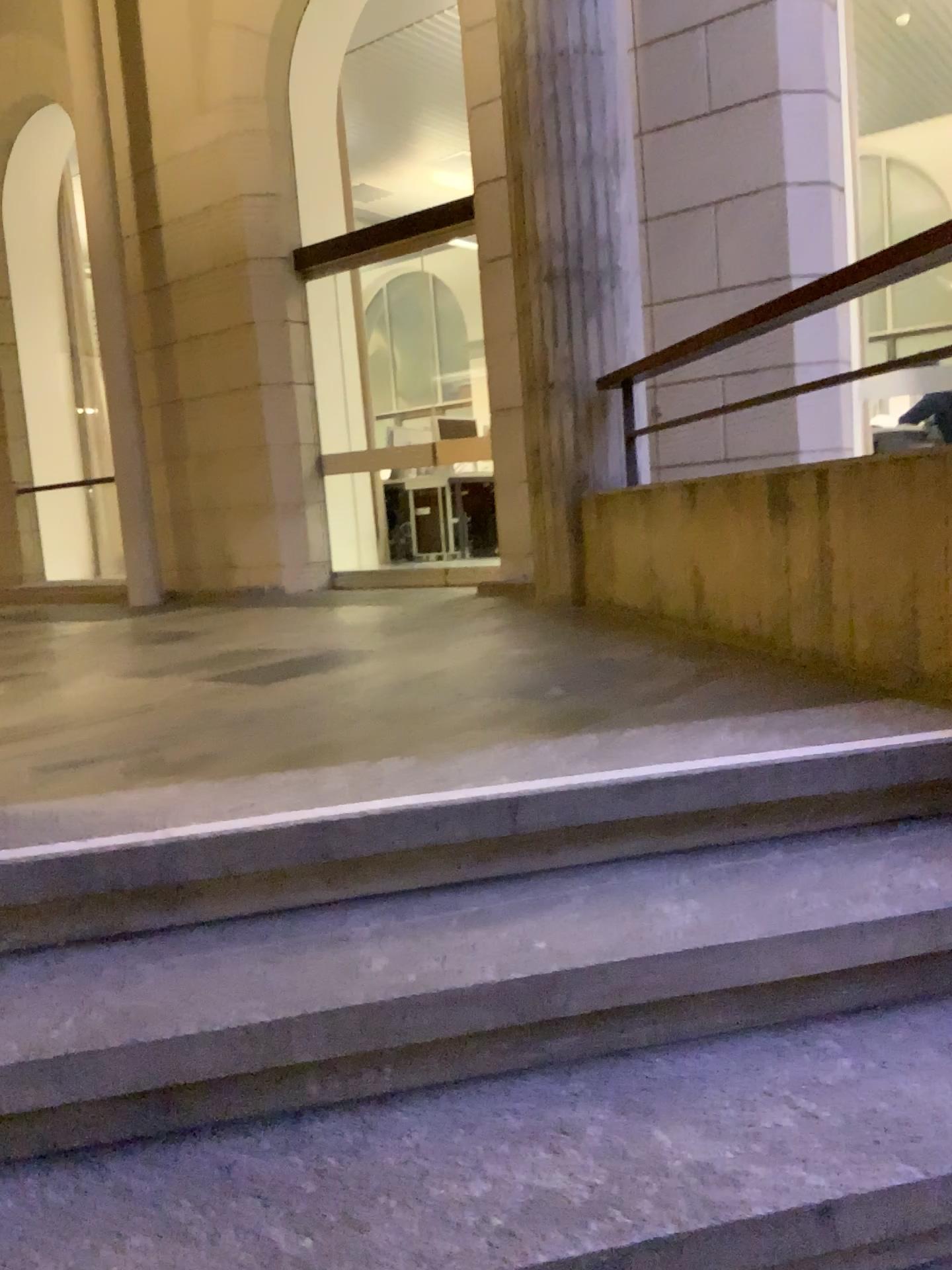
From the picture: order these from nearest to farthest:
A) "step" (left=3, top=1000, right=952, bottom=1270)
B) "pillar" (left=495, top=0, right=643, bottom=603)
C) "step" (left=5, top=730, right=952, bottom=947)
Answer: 1. "step" (left=3, top=1000, right=952, bottom=1270)
2. "step" (left=5, top=730, right=952, bottom=947)
3. "pillar" (left=495, top=0, right=643, bottom=603)

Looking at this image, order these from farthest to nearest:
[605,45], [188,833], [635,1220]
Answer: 1. [605,45]
2. [188,833]
3. [635,1220]

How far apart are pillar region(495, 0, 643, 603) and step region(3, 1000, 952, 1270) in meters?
3.1 m

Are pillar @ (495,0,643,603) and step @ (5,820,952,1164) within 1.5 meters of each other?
no

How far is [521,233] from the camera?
4.5m

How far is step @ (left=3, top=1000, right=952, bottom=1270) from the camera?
1.1m

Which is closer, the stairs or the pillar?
the stairs

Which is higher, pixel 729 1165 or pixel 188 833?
pixel 188 833

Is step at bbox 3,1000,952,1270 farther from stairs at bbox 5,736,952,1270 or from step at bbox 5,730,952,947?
step at bbox 5,730,952,947

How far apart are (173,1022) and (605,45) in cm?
416
